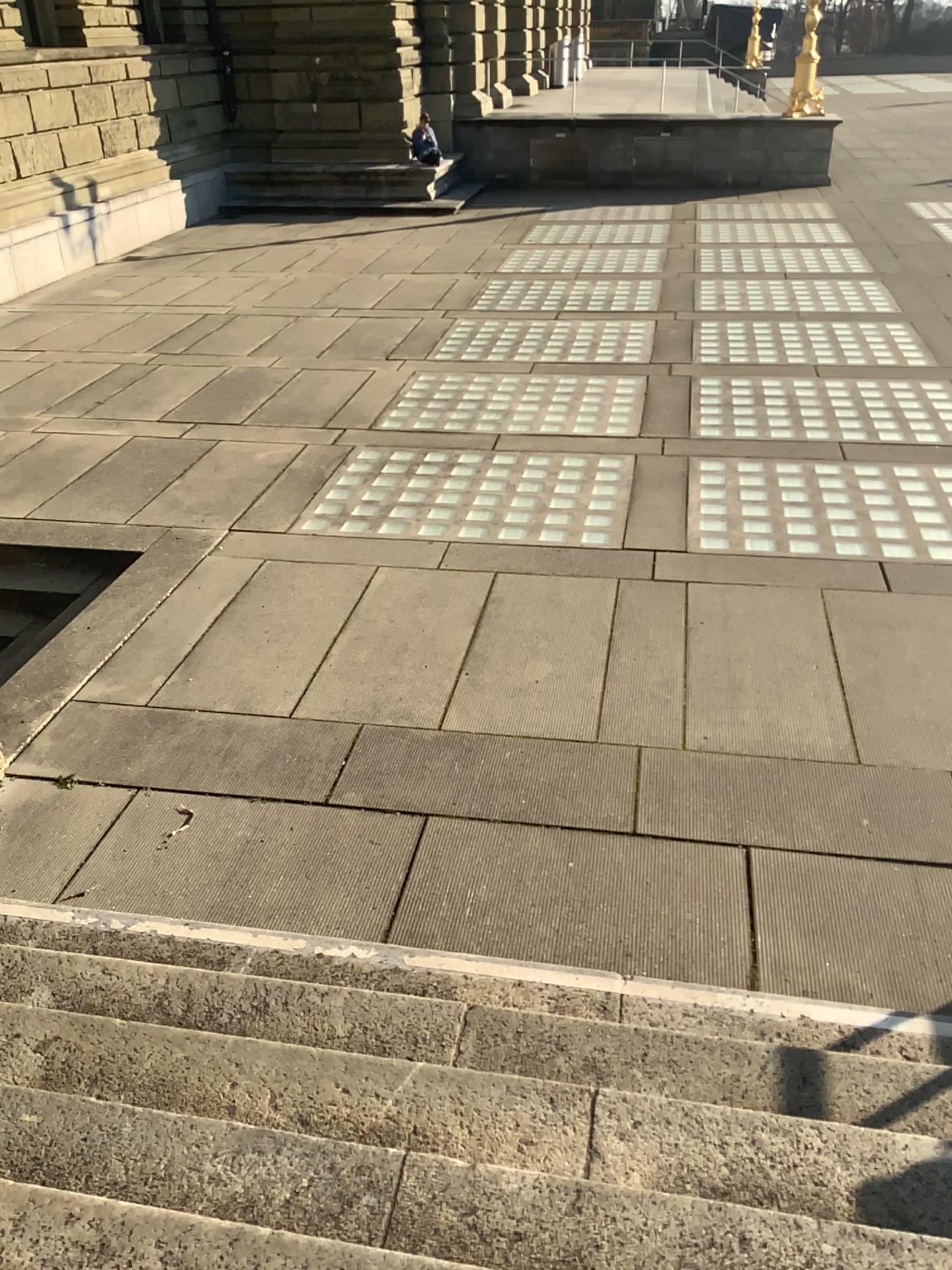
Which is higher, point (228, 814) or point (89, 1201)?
point (89, 1201)

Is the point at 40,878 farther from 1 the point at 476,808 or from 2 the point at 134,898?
1 the point at 476,808

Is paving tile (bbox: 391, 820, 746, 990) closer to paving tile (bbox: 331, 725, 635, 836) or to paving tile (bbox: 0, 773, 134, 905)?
paving tile (bbox: 331, 725, 635, 836)

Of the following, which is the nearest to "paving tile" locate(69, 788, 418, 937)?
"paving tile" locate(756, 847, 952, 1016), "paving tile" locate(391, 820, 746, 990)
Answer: "paving tile" locate(391, 820, 746, 990)

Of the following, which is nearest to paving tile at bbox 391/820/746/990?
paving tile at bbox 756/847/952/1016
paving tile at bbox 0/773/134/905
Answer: paving tile at bbox 756/847/952/1016

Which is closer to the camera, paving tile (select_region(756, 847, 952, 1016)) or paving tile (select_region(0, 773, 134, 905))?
paving tile (select_region(756, 847, 952, 1016))

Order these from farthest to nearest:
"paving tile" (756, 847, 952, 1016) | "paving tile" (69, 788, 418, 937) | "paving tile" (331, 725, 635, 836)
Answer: "paving tile" (331, 725, 635, 836) < "paving tile" (69, 788, 418, 937) < "paving tile" (756, 847, 952, 1016)

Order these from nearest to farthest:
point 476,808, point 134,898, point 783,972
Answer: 1. point 783,972
2. point 134,898
3. point 476,808

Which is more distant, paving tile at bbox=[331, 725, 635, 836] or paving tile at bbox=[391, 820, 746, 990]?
paving tile at bbox=[331, 725, 635, 836]

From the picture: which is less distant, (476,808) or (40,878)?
(40,878)
